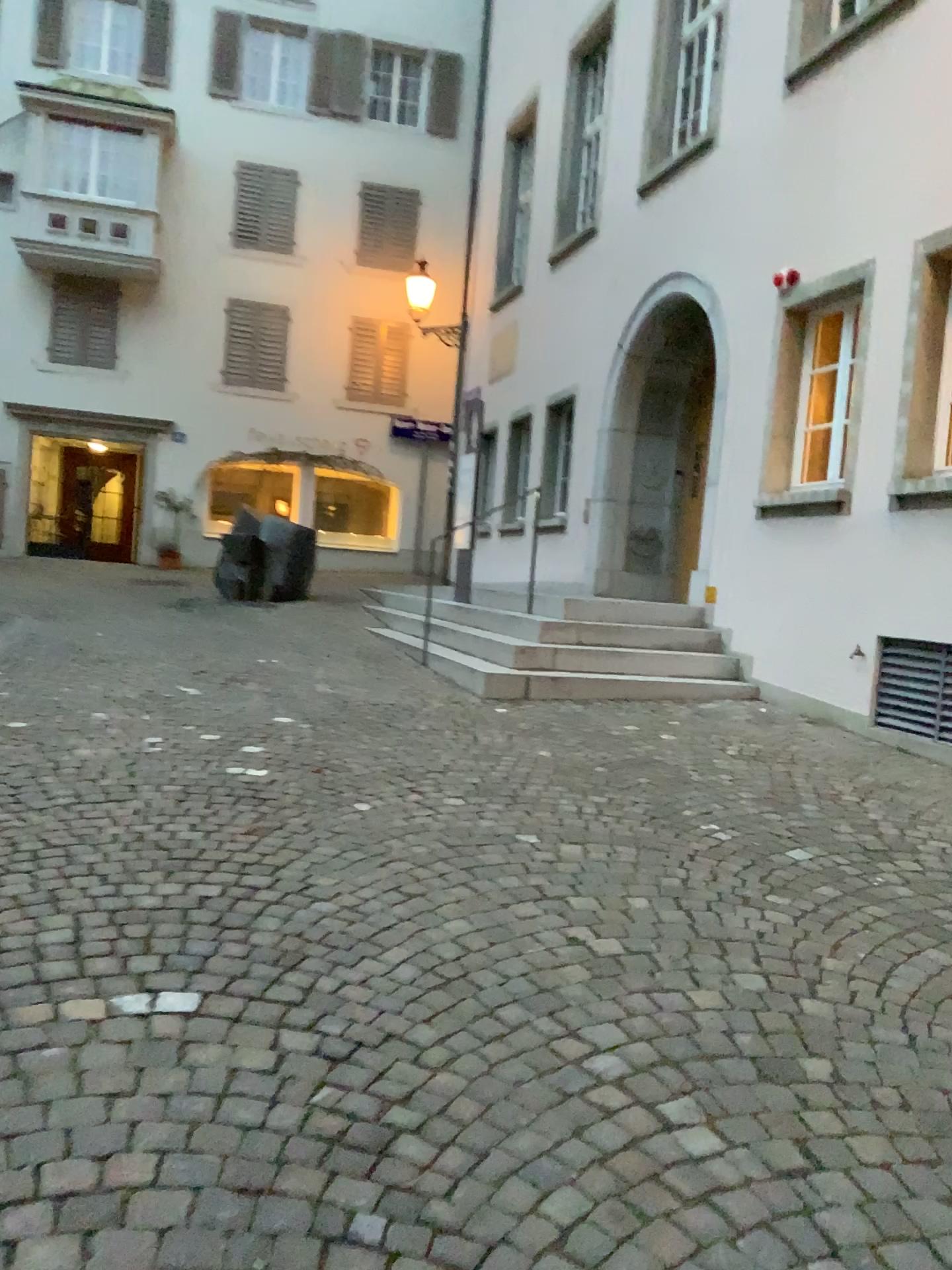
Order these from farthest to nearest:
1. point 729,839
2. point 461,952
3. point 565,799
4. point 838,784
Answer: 1. point 838,784
2. point 565,799
3. point 729,839
4. point 461,952
